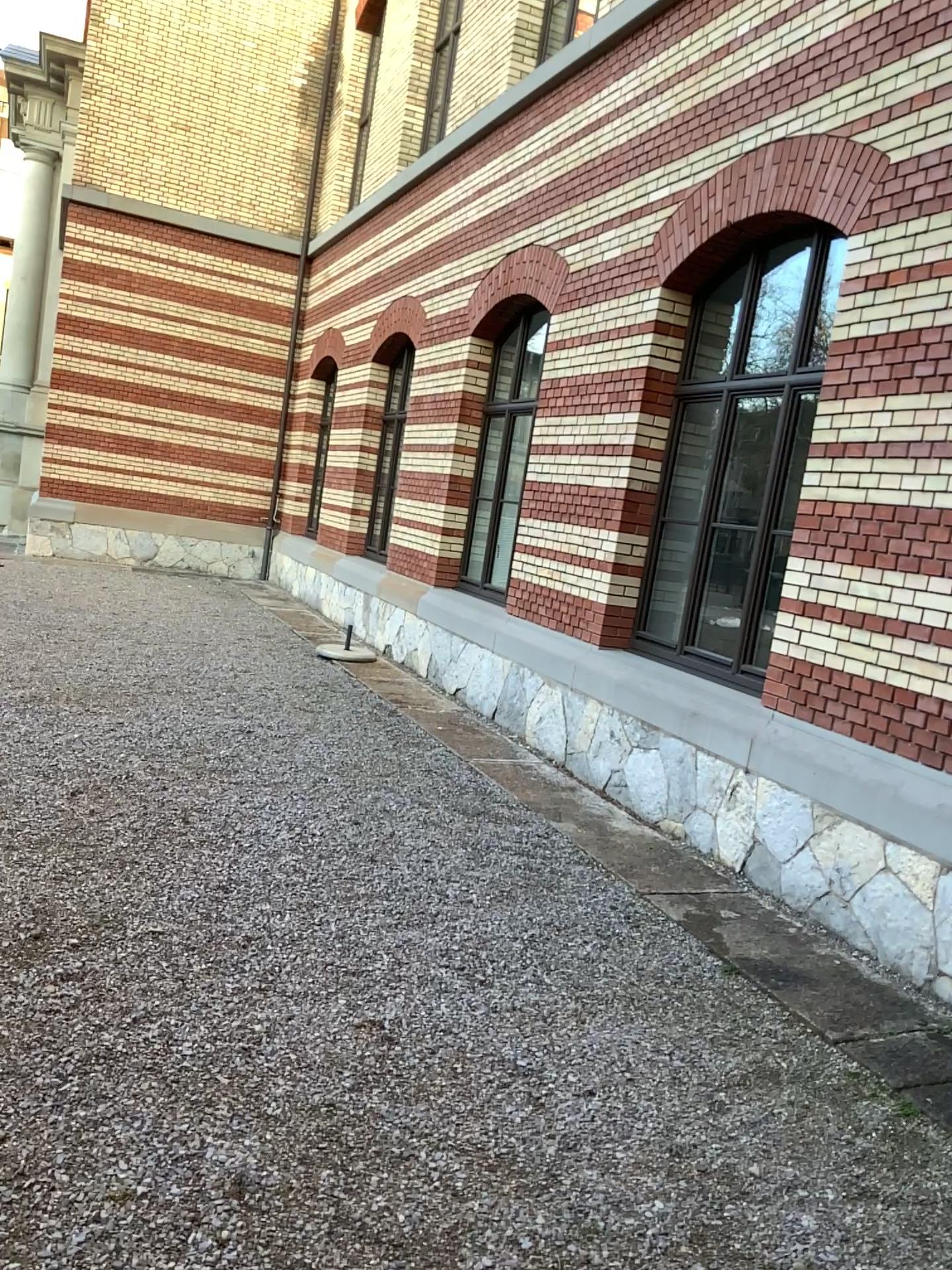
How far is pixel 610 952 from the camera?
4.1m
